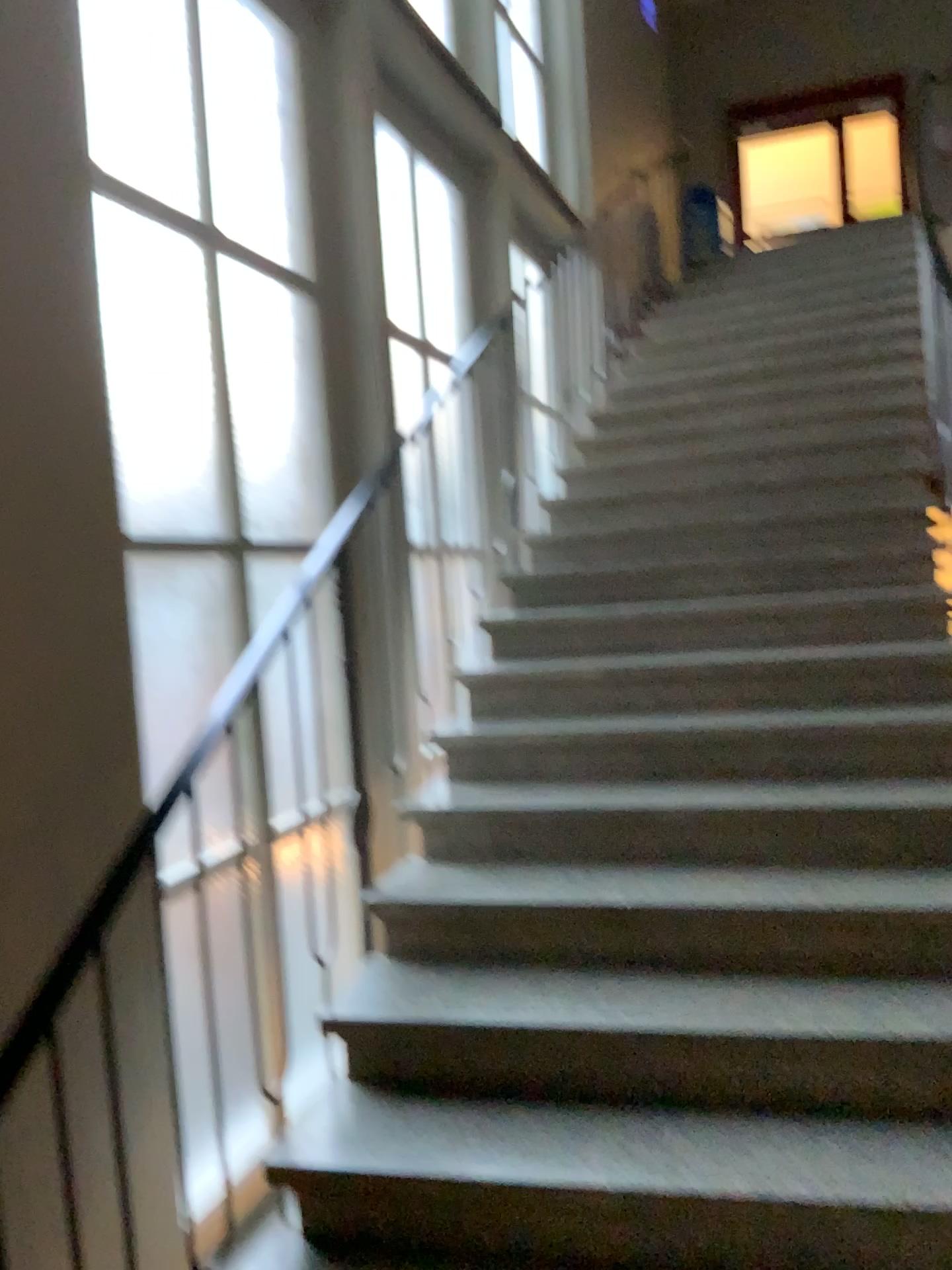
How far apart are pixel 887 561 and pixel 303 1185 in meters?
2.7 m
